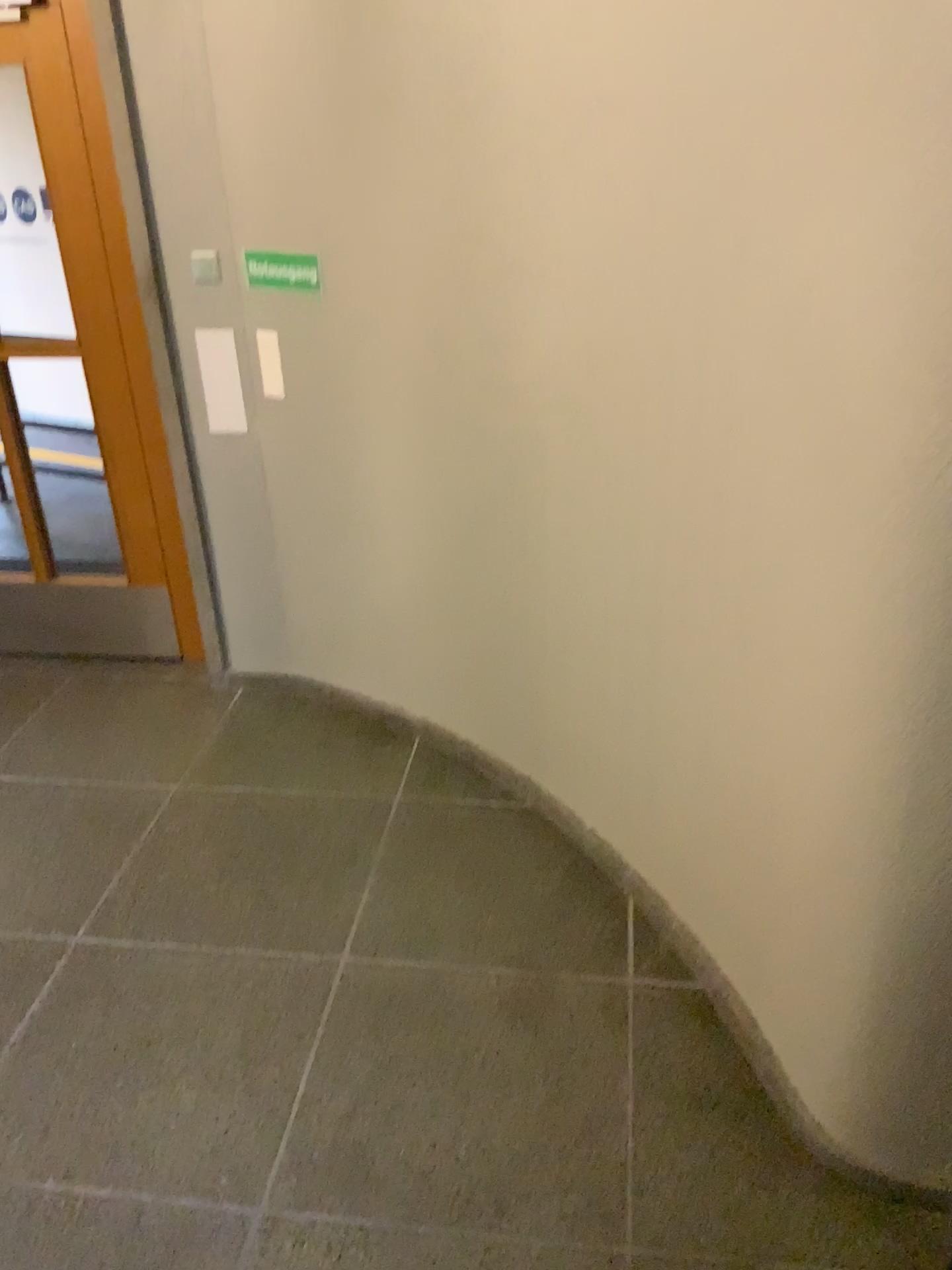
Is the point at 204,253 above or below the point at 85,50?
below

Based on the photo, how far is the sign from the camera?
A: 3.1 meters

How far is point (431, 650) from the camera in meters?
3.4 m

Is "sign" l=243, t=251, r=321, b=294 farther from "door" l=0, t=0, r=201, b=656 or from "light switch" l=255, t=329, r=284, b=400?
"door" l=0, t=0, r=201, b=656

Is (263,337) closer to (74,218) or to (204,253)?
(204,253)

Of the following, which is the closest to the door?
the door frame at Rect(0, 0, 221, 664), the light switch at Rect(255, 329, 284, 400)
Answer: the door frame at Rect(0, 0, 221, 664)

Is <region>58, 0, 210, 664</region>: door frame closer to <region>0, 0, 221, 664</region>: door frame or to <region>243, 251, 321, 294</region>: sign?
<region>0, 0, 221, 664</region>: door frame

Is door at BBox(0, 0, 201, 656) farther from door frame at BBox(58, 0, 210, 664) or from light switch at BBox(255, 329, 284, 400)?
light switch at BBox(255, 329, 284, 400)

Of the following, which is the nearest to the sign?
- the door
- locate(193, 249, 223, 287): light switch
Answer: locate(193, 249, 223, 287): light switch

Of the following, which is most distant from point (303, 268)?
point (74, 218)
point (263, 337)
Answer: point (74, 218)
